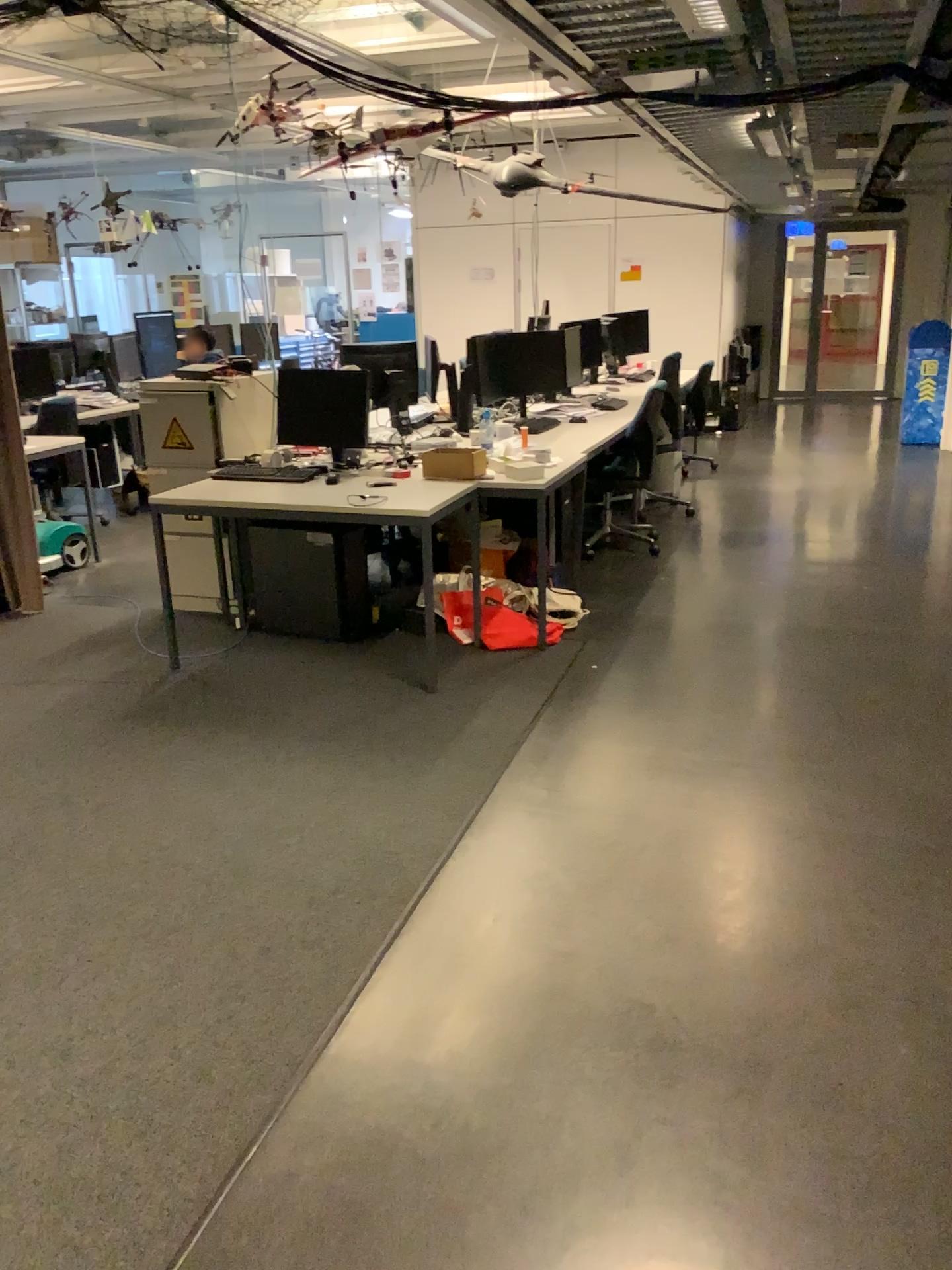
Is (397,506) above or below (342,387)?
below

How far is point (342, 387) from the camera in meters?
4.7 m

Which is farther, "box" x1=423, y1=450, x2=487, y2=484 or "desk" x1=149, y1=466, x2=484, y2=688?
"box" x1=423, y1=450, x2=487, y2=484

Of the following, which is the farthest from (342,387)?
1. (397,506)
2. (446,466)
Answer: (397,506)

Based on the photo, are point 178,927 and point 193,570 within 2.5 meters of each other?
no

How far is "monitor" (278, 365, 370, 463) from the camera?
4.7 meters

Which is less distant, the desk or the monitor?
the desk
